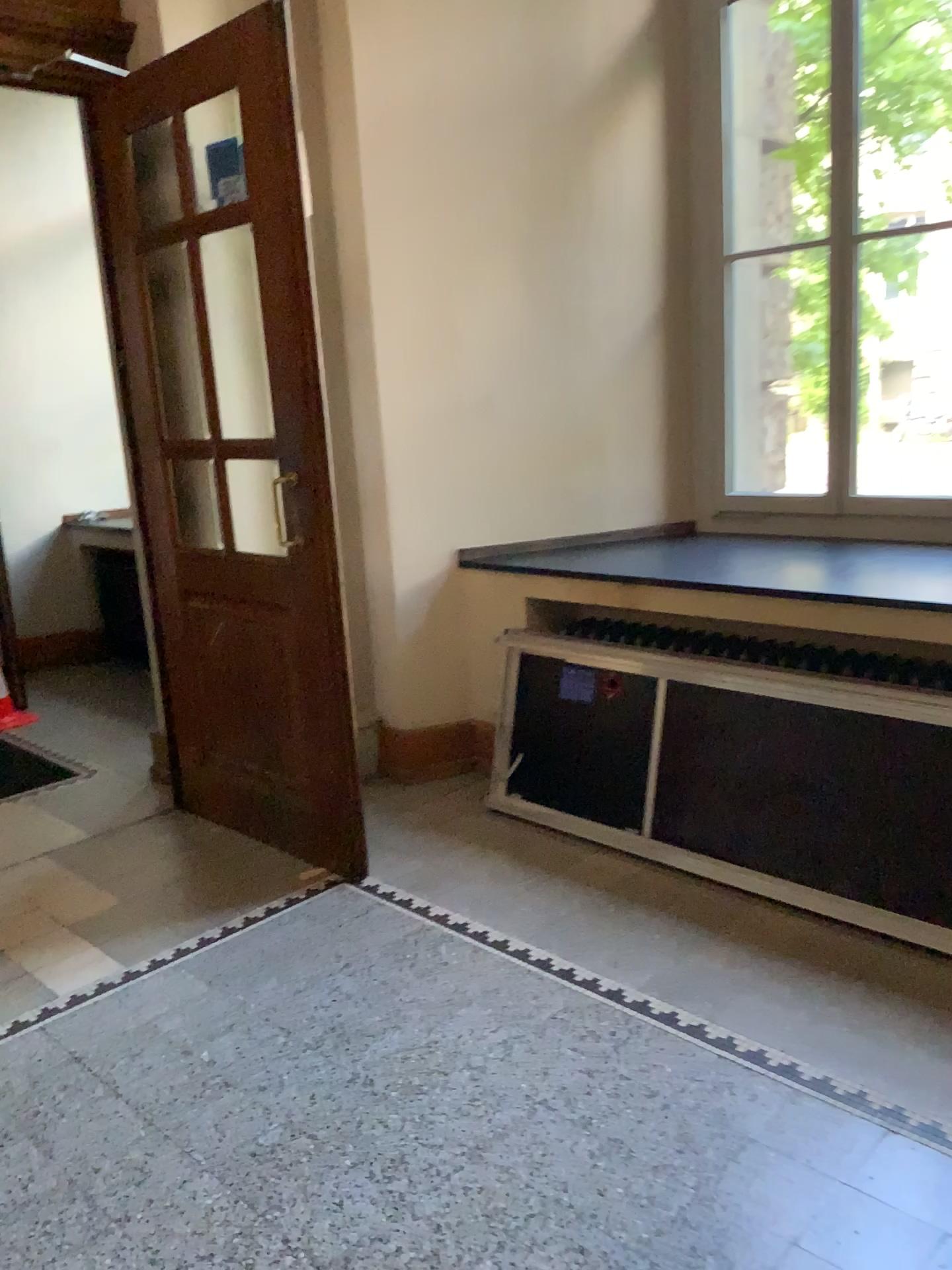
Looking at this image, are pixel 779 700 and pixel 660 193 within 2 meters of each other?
no

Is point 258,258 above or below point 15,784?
above

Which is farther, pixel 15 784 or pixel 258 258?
pixel 15 784

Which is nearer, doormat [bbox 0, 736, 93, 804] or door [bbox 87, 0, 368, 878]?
door [bbox 87, 0, 368, 878]
